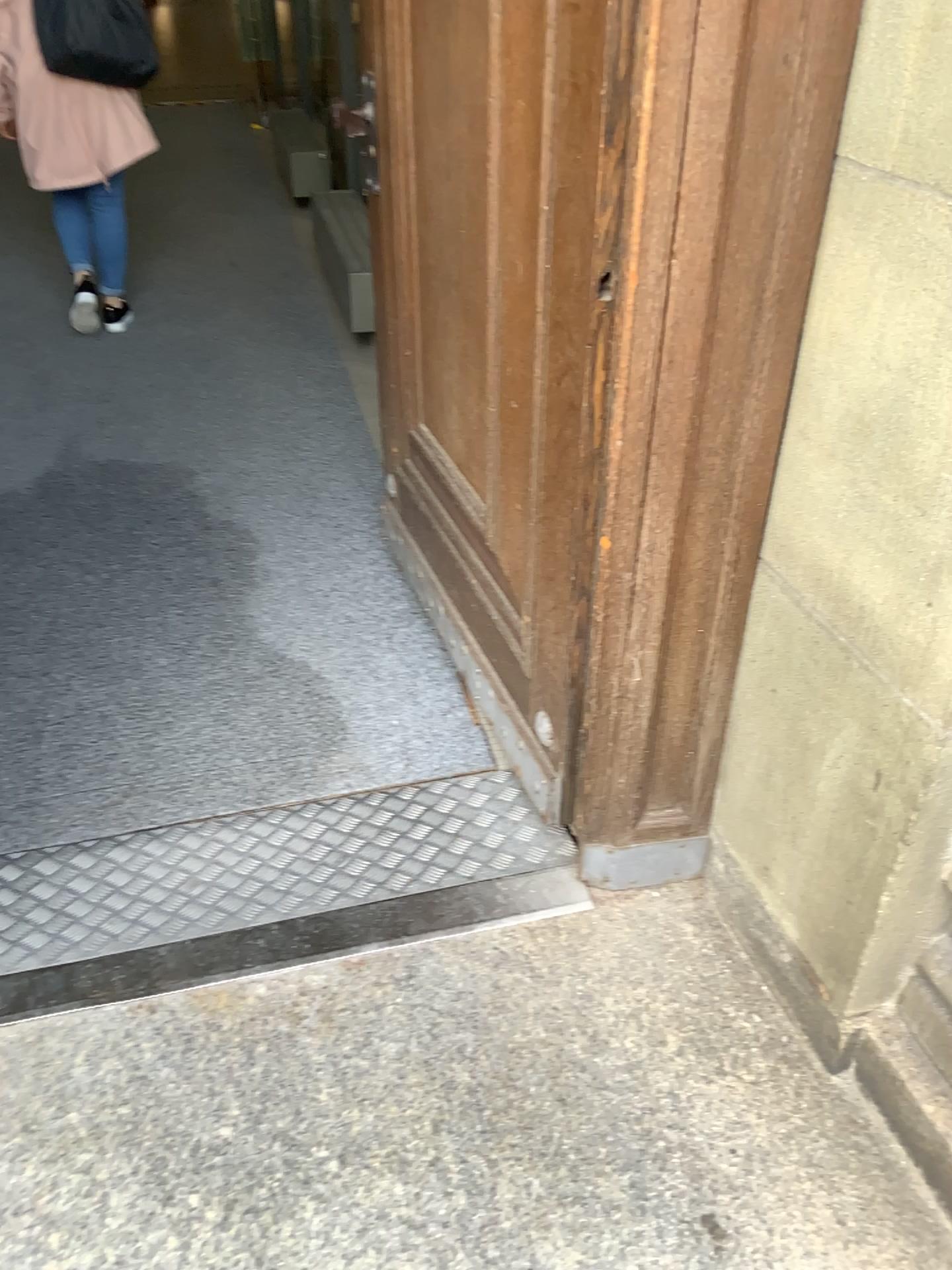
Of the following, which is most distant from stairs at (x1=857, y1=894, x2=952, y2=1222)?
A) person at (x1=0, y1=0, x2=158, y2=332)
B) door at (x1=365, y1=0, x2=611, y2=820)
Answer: person at (x1=0, y1=0, x2=158, y2=332)

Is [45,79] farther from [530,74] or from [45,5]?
[530,74]

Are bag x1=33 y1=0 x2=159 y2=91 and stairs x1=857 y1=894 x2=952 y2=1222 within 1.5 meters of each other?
no

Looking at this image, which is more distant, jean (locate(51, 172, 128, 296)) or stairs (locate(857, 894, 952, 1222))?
jean (locate(51, 172, 128, 296))

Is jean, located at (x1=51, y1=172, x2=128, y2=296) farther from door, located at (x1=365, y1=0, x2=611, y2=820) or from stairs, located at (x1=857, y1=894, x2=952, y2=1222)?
stairs, located at (x1=857, y1=894, x2=952, y2=1222)

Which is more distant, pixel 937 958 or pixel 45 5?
pixel 45 5

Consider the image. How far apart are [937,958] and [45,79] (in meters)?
3.61

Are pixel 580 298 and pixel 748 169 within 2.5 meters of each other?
yes

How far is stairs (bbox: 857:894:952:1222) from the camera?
1.34m

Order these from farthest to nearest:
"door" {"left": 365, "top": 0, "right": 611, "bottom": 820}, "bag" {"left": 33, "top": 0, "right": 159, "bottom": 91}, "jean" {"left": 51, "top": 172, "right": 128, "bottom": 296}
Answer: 1. "jean" {"left": 51, "top": 172, "right": 128, "bottom": 296}
2. "bag" {"left": 33, "top": 0, "right": 159, "bottom": 91}
3. "door" {"left": 365, "top": 0, "right": 611, "bottom": 820}
